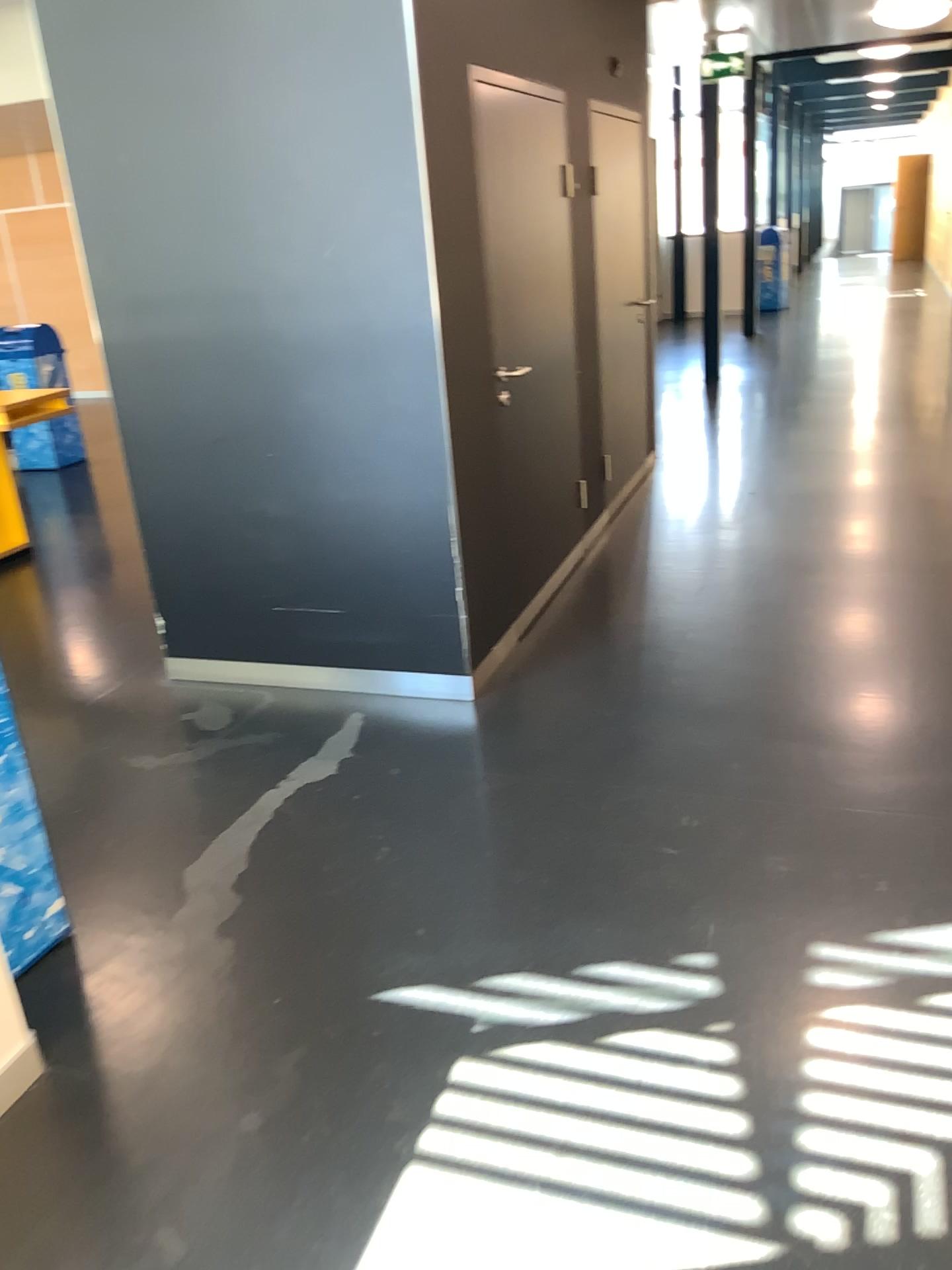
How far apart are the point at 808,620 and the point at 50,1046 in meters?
3.0 m
